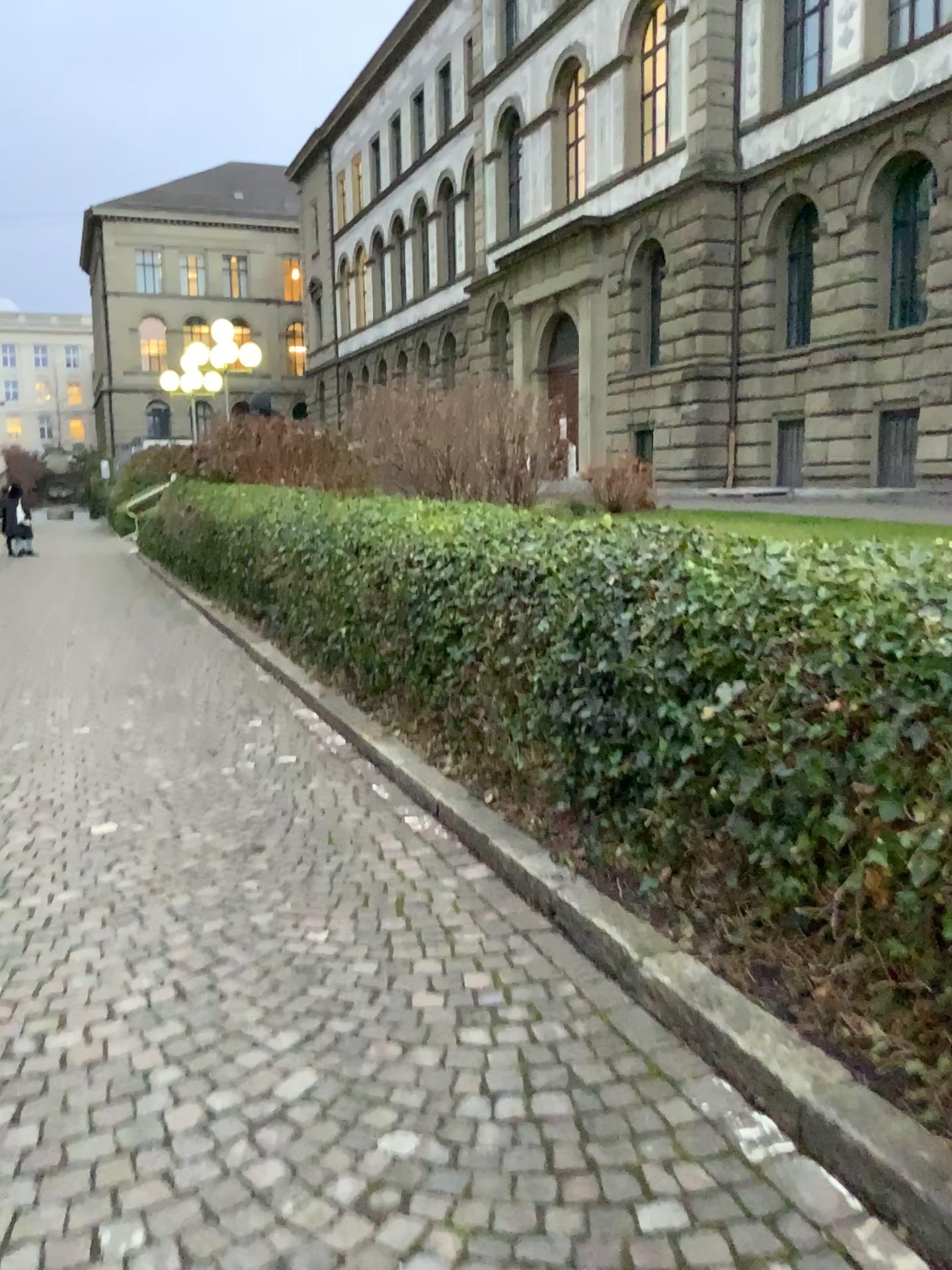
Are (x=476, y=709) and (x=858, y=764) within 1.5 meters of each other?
no
